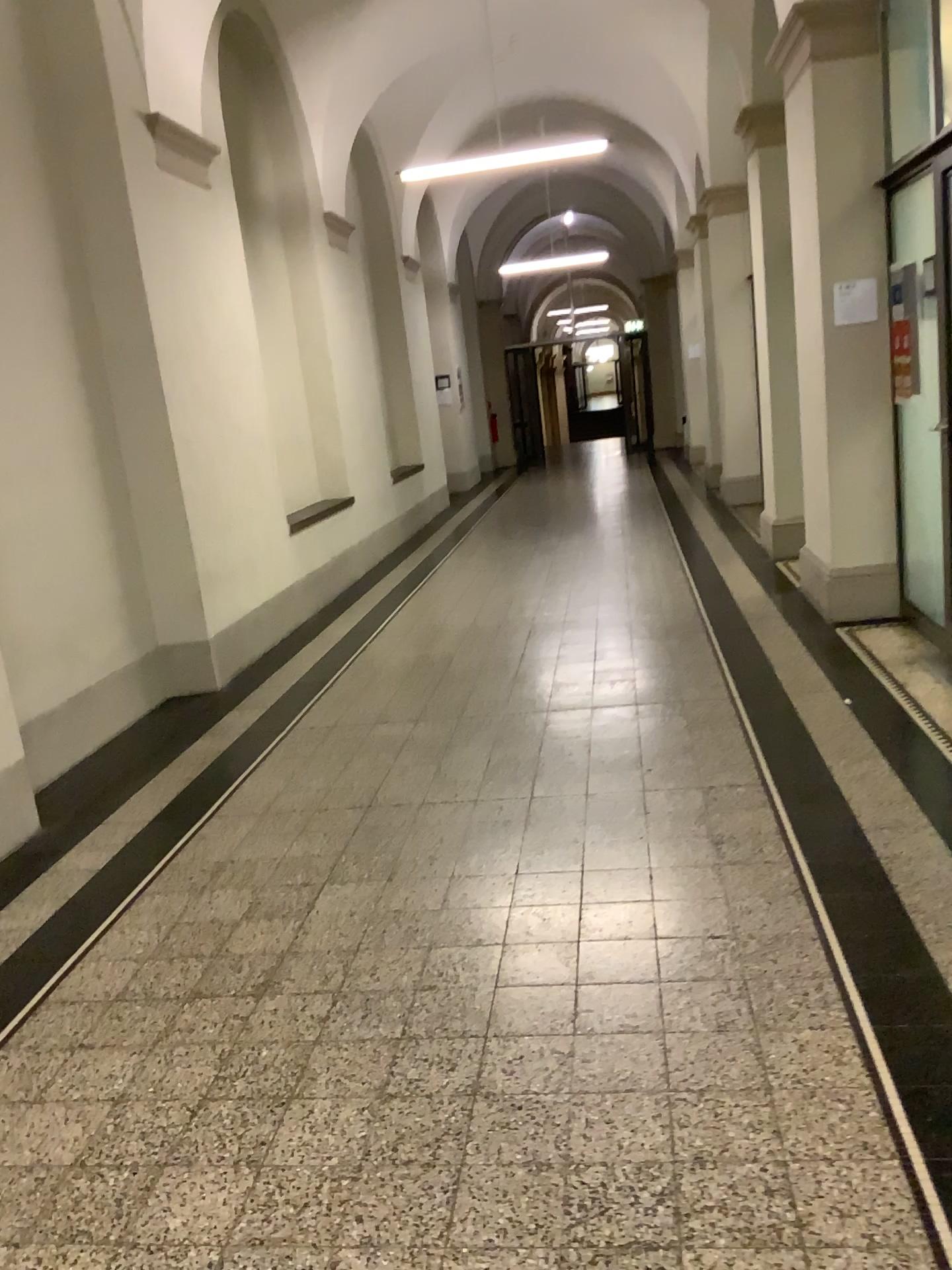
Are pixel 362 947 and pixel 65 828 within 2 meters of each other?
yes
